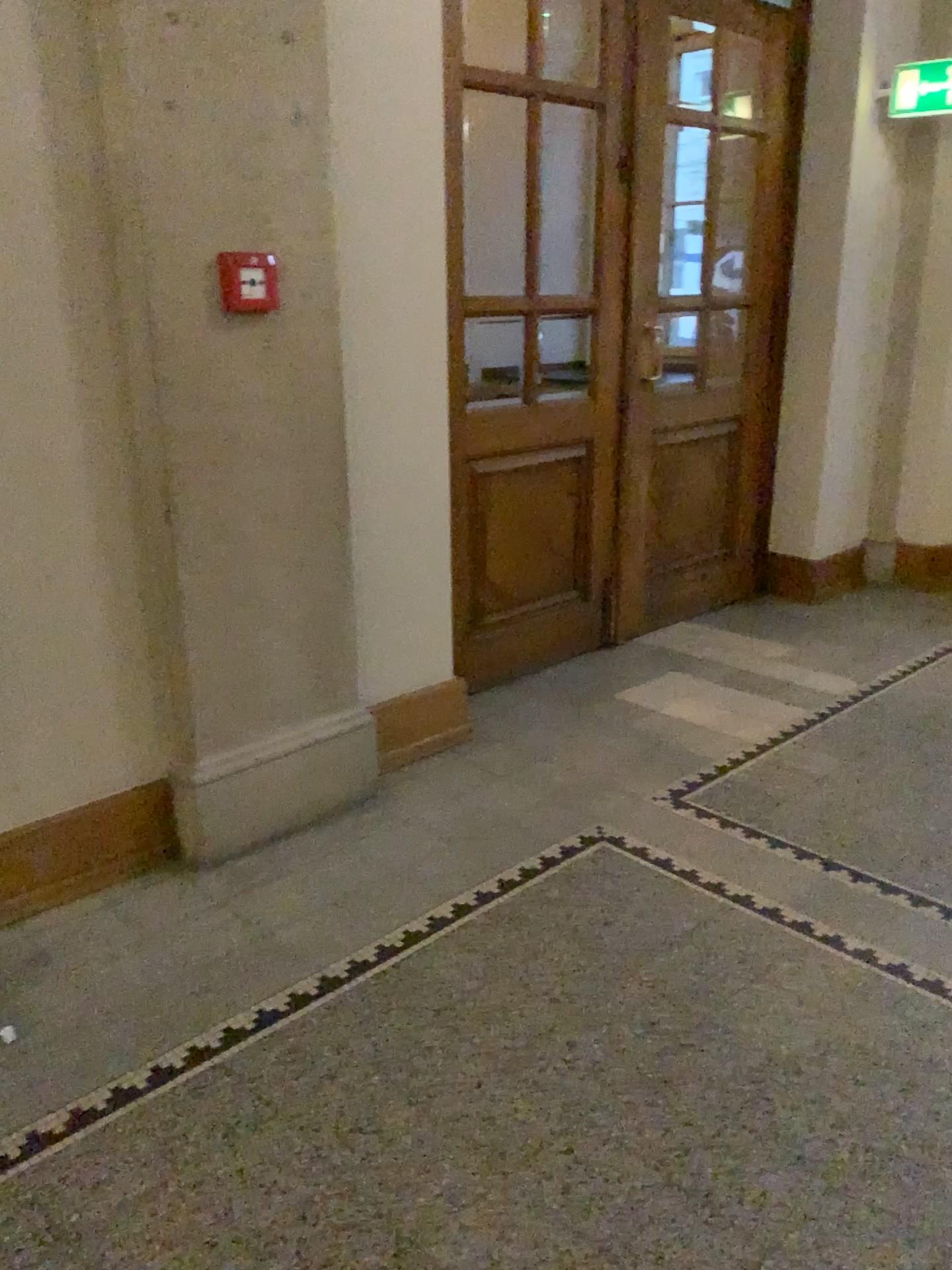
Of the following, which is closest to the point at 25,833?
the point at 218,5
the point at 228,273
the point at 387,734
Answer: the point at 387,734

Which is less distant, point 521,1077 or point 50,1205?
point 50,1205

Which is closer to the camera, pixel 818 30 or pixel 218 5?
pixel 218 5

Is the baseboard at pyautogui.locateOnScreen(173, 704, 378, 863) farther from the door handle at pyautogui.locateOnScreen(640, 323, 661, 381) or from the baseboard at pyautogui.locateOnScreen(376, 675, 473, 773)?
the door handle at pyautogui.locateOnScreen(640, 323, 661, 381)

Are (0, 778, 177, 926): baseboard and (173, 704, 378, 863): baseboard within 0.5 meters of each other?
yes

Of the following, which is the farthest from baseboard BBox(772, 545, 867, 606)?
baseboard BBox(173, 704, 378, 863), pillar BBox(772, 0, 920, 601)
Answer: baseboard BBox(173, 704, 378, 863)

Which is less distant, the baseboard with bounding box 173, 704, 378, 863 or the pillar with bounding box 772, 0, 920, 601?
the baseboard with bounding box 173, 704, 378, 863

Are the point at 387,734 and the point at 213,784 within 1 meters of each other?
yes

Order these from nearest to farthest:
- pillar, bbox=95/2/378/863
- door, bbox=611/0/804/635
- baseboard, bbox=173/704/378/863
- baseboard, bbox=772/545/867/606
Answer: pillar, bbox=95/2/378/863 → baseboard, bbox=173/704/378/863 → door, bbox=611/0/804/635 → baseboard, bbox=772/545/867/606

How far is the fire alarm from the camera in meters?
2.5 m
